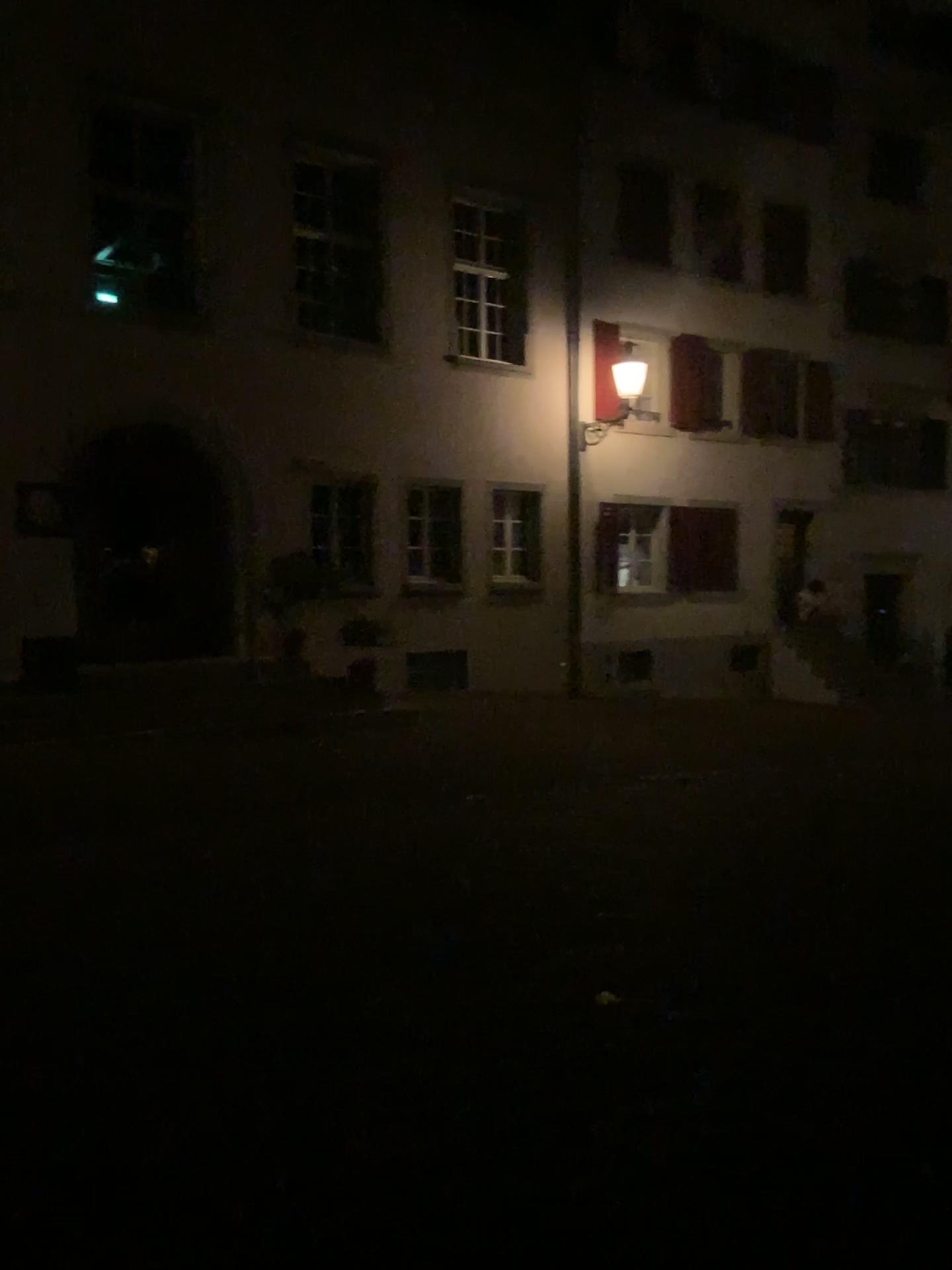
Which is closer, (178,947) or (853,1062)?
(853,1062)
